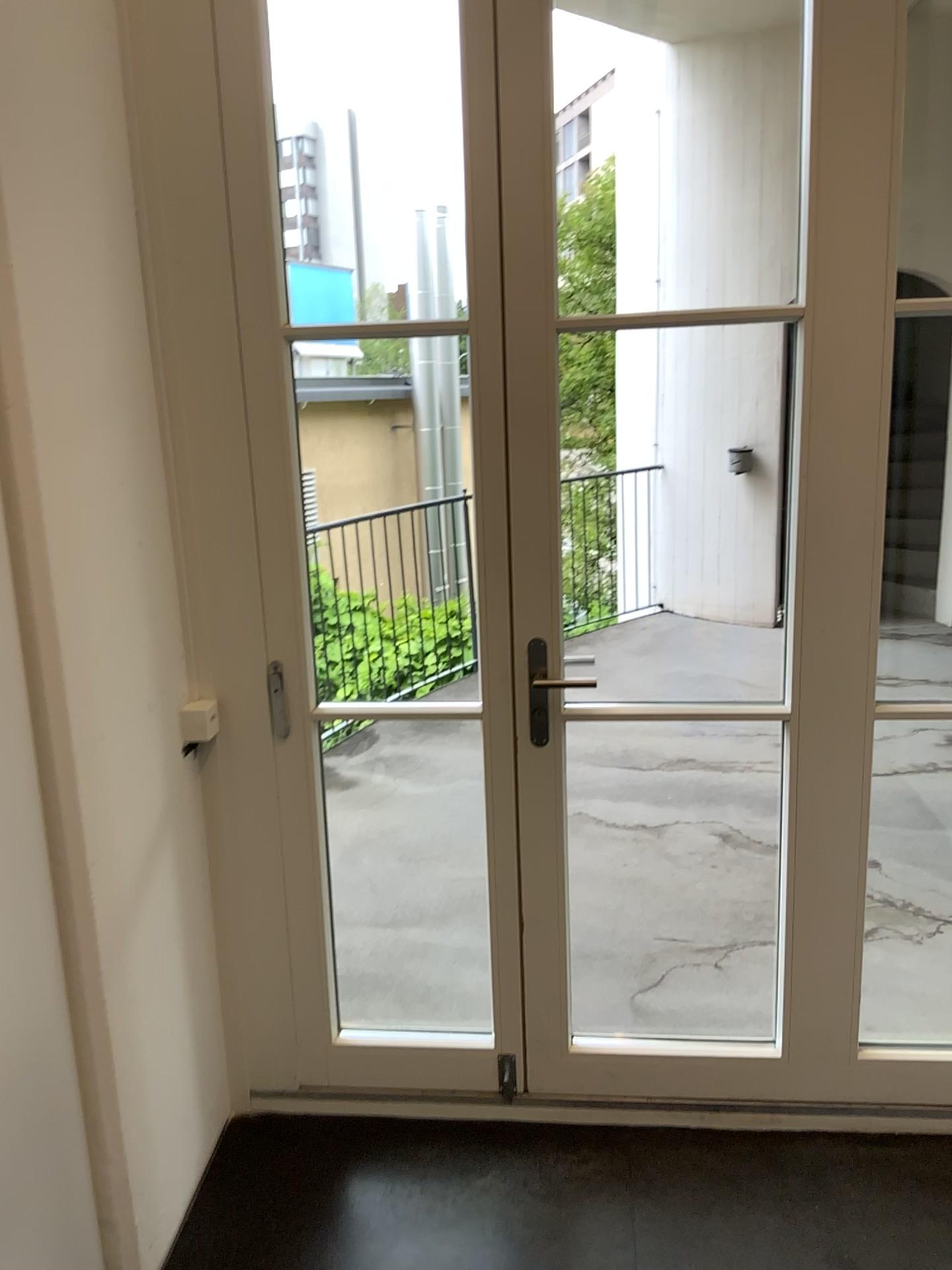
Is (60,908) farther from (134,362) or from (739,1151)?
(739,1151)
